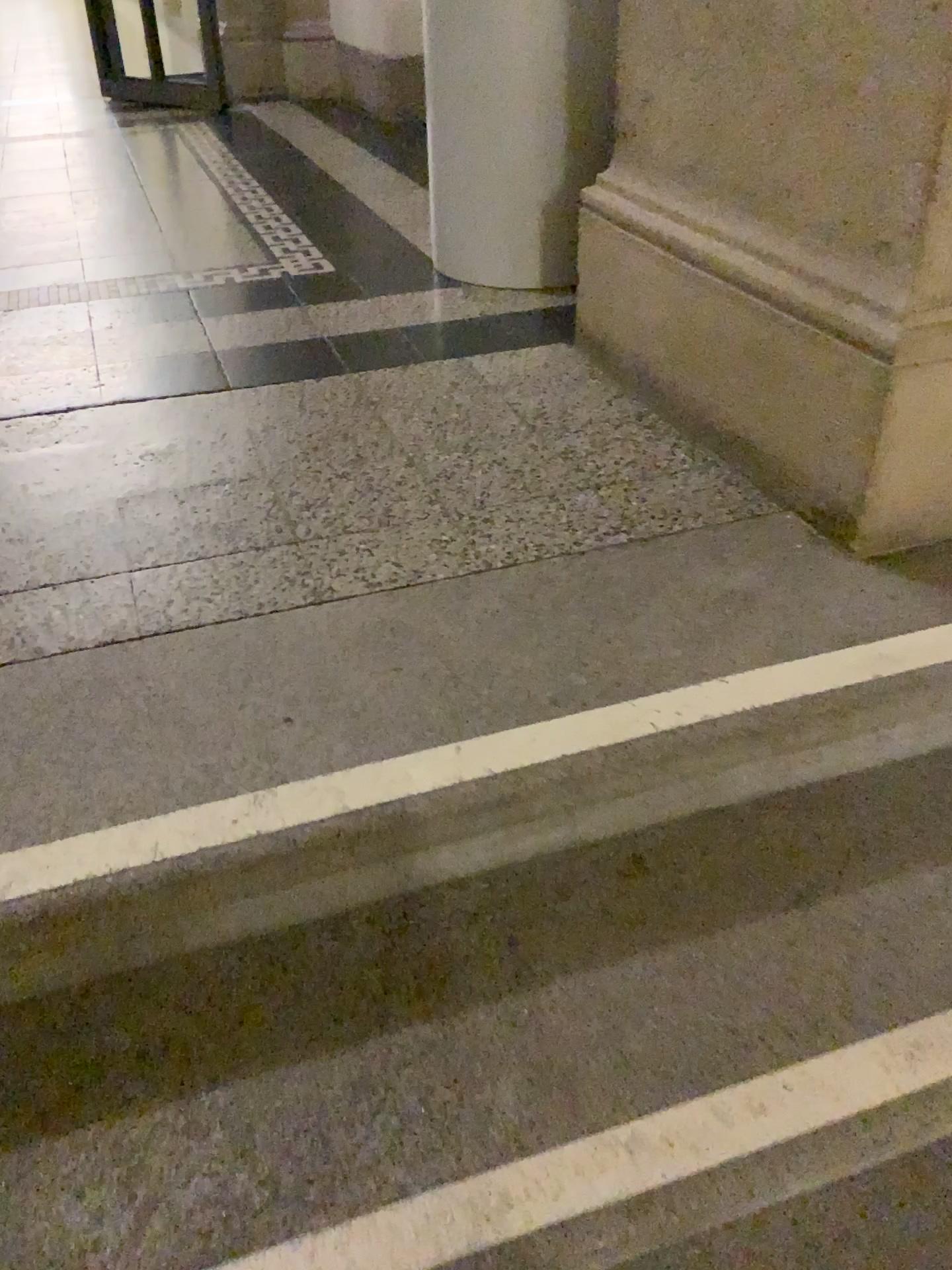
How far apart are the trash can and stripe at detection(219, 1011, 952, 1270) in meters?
1.6 m

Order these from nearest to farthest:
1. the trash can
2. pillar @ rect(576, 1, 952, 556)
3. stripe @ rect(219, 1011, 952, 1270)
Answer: stripe @ rect(219, 1011, 952, 1270) < pillar @ rect(576, 1, 952, 556) < the trash can

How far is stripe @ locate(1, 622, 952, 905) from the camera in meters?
0.9

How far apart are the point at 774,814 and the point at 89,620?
0.8m

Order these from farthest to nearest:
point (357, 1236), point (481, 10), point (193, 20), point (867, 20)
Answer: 1. point (193, 20)
2. point (481, 10)
3. point (867, 20)
4. point (357, 1236)

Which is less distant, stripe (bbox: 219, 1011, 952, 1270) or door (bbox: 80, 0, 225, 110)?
stripe (bbox: 219, 1011, 952, 1270)

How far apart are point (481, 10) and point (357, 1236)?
1.96m

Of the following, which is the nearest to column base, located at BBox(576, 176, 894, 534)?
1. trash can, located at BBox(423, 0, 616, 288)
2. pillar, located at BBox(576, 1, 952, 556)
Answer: pillar, located at BBox(576, 1, 952, 556)

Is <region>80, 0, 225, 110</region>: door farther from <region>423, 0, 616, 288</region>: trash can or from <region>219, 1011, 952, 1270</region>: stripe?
<region>219, 1011, 952, 1270</region>: stripe

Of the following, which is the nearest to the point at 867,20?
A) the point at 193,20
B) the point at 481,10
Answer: the point at 481,10
